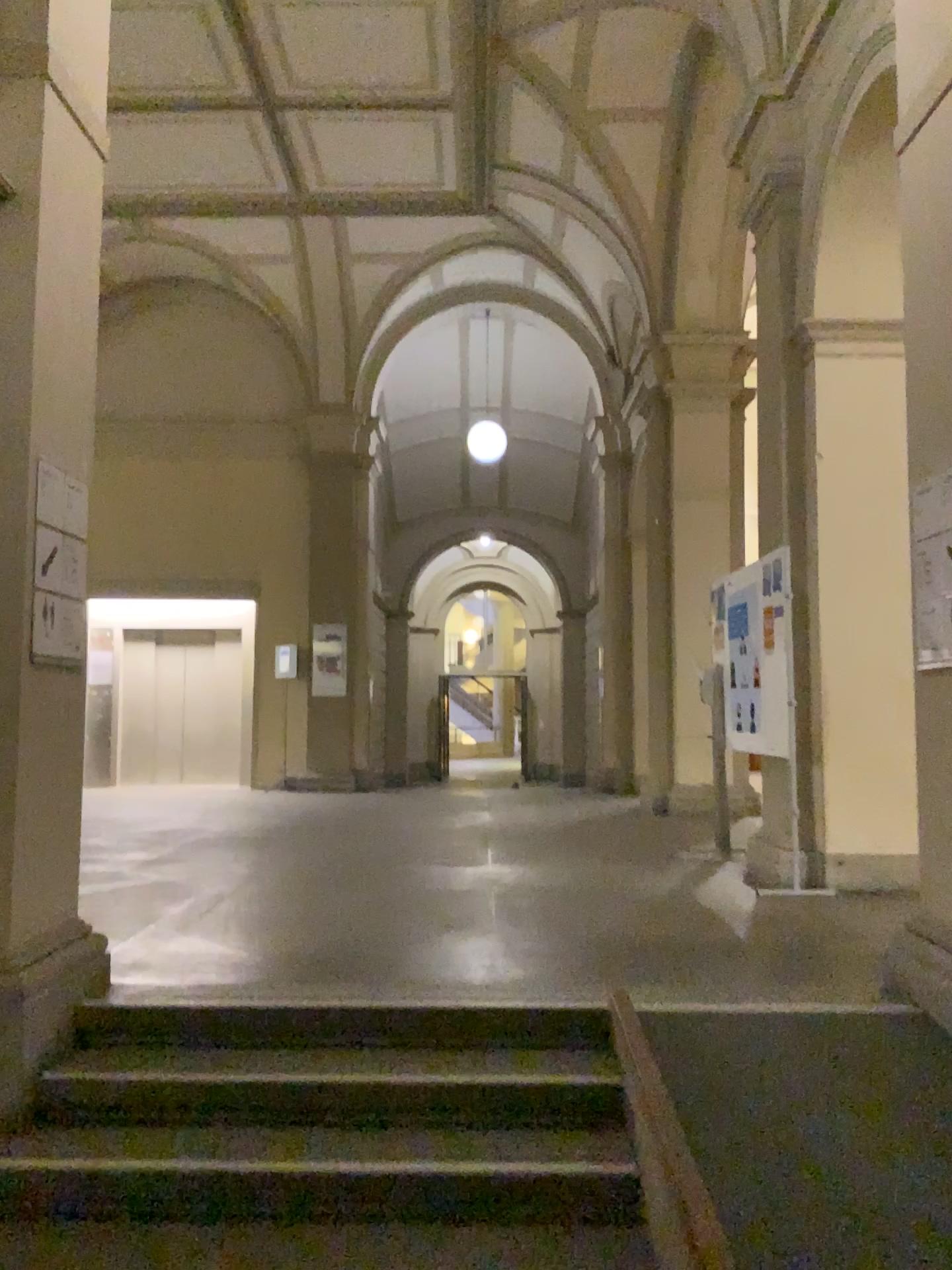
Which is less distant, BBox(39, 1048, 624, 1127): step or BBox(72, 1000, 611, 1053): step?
BBox(39, 1048, 624, 1127): step

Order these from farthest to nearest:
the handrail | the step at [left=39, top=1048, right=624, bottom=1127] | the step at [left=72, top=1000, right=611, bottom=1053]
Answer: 1. the step at [left=72, top=1000, right=611, bottom=1053]
2. the step at [left=39, top=1048, right=624, bottom=1127]
3. the handrail

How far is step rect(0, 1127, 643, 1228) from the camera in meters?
2.9

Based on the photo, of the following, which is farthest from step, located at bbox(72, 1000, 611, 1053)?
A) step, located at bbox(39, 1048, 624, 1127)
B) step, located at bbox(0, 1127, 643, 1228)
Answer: step, located at bbox(0, 1127, 643, 1228)

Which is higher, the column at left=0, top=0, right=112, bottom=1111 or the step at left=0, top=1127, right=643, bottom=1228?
the column at left=0, top=0, right=112, bottom=1111

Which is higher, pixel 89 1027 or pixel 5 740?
pixel 5 740

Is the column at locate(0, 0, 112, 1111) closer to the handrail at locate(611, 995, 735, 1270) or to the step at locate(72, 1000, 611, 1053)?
the step at locate(72, 1000, 611, 1053)

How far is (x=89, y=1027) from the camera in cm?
359

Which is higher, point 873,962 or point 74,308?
point 74,308

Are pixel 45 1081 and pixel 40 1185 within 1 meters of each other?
yes
